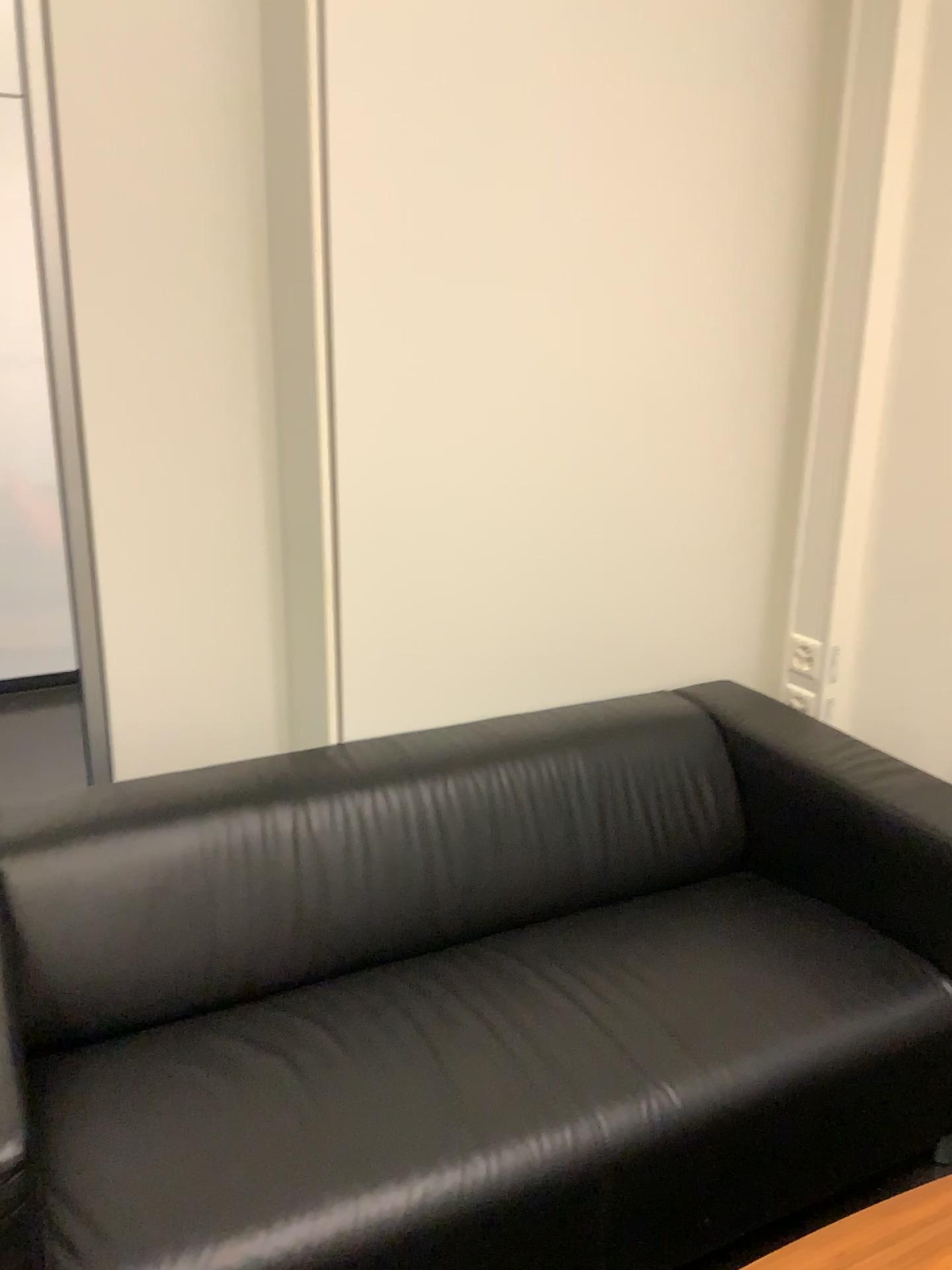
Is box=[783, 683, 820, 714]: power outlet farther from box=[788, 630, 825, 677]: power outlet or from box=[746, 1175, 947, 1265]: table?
box=[746, 1175, 947, 1265]: table

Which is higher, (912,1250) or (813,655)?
(813,655)

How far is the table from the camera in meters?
1.2 m

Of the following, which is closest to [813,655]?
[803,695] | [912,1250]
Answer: [803,695]

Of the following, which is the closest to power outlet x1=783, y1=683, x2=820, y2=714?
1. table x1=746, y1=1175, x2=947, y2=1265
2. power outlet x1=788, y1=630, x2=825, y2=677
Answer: power outlet x1=788, y1=630, x2=825, y2=677

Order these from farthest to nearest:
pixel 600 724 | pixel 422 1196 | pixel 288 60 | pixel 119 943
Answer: pixel 600 724 → pixel 288 60 → pixel 119 943 → pixel 422 1196

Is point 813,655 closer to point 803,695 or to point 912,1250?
point 803,695

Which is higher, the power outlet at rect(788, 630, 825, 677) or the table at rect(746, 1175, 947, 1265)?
the power outlet at rect(788, 630, 825, 677)

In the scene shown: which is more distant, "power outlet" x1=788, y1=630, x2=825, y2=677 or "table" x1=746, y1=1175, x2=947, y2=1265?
"power outlet" x1=788, y1=630, x2=825, y2=677
